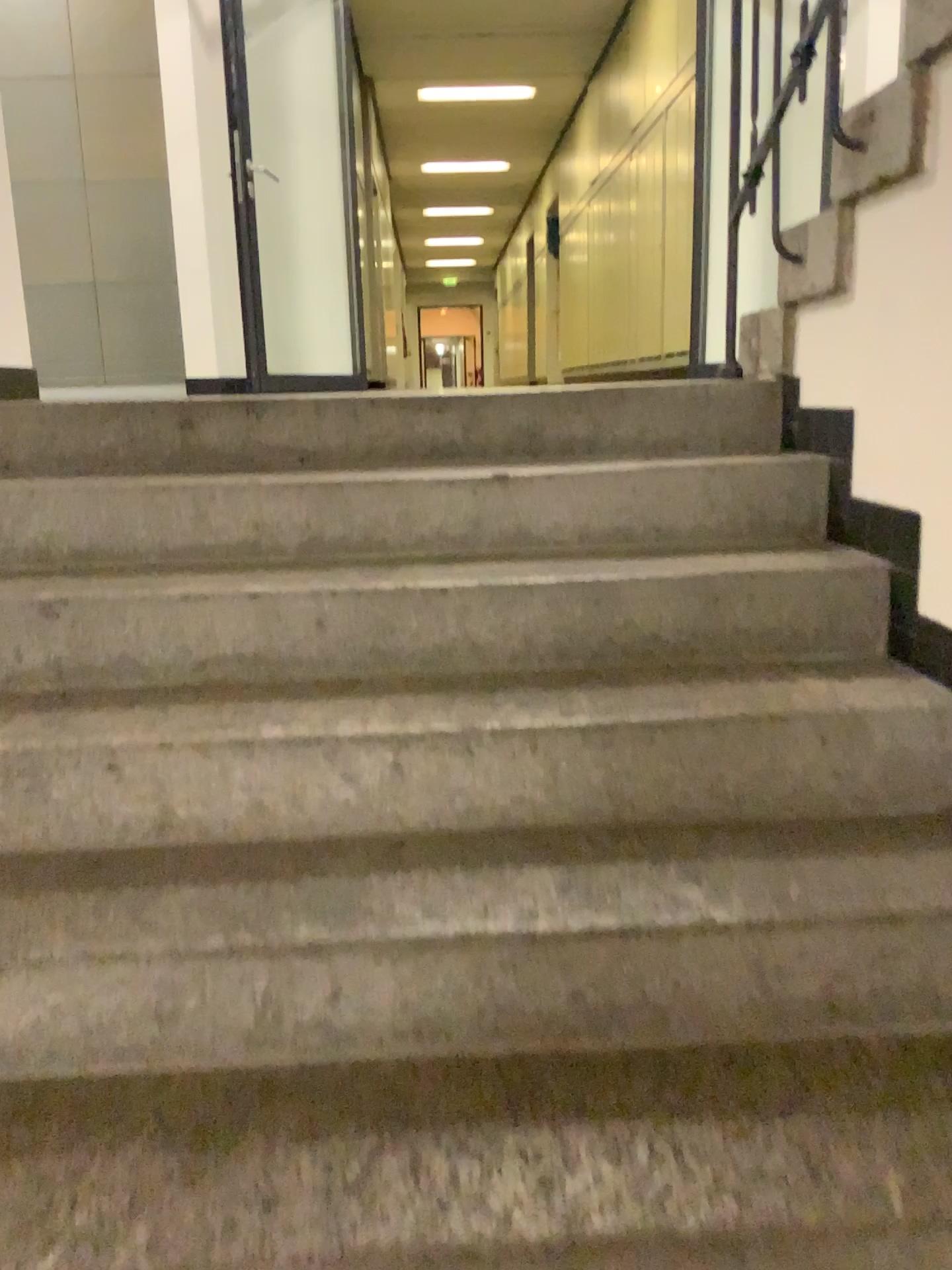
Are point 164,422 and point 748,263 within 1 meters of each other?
no
